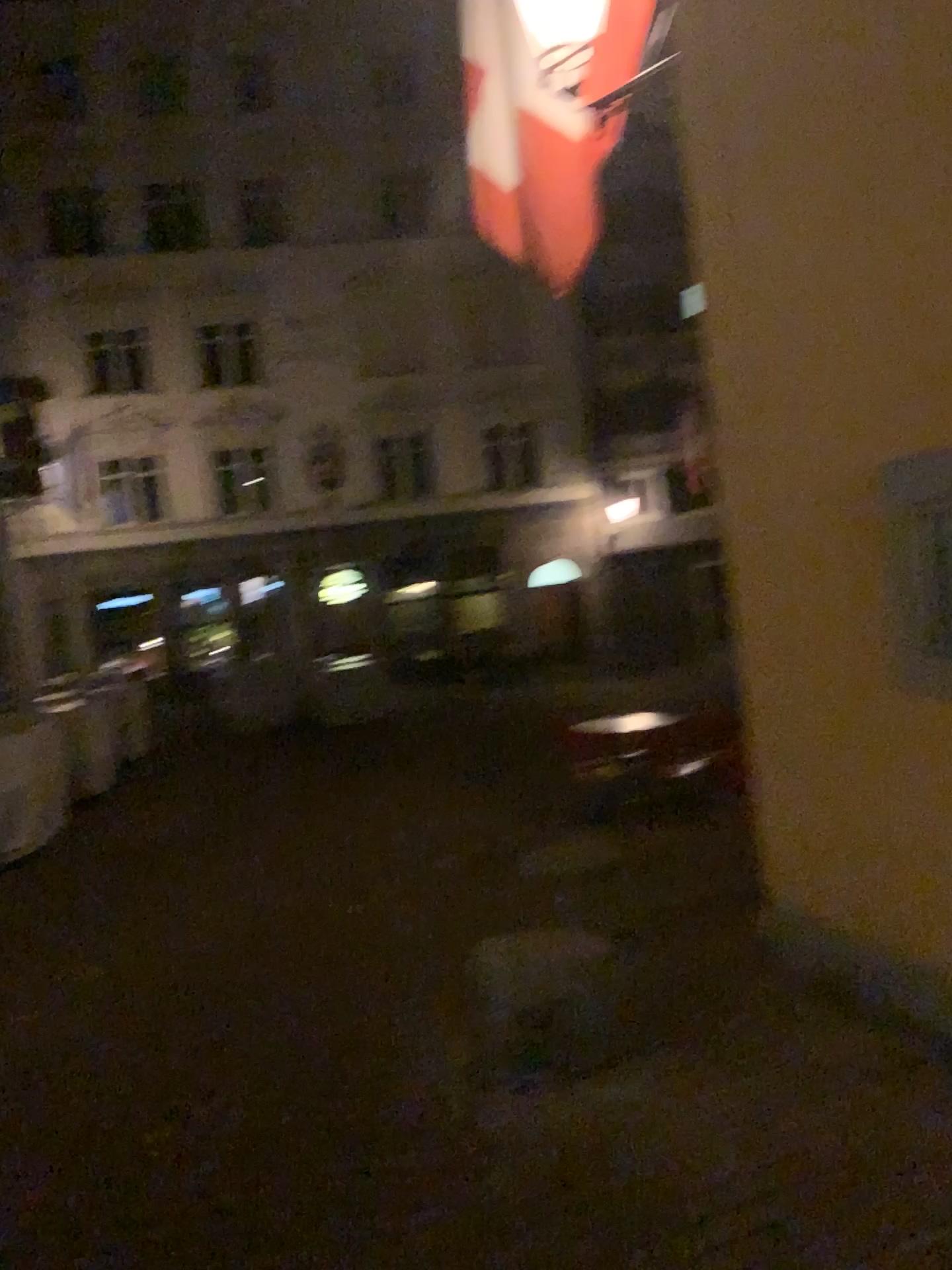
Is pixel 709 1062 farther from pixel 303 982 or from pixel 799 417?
pixel 799 417
